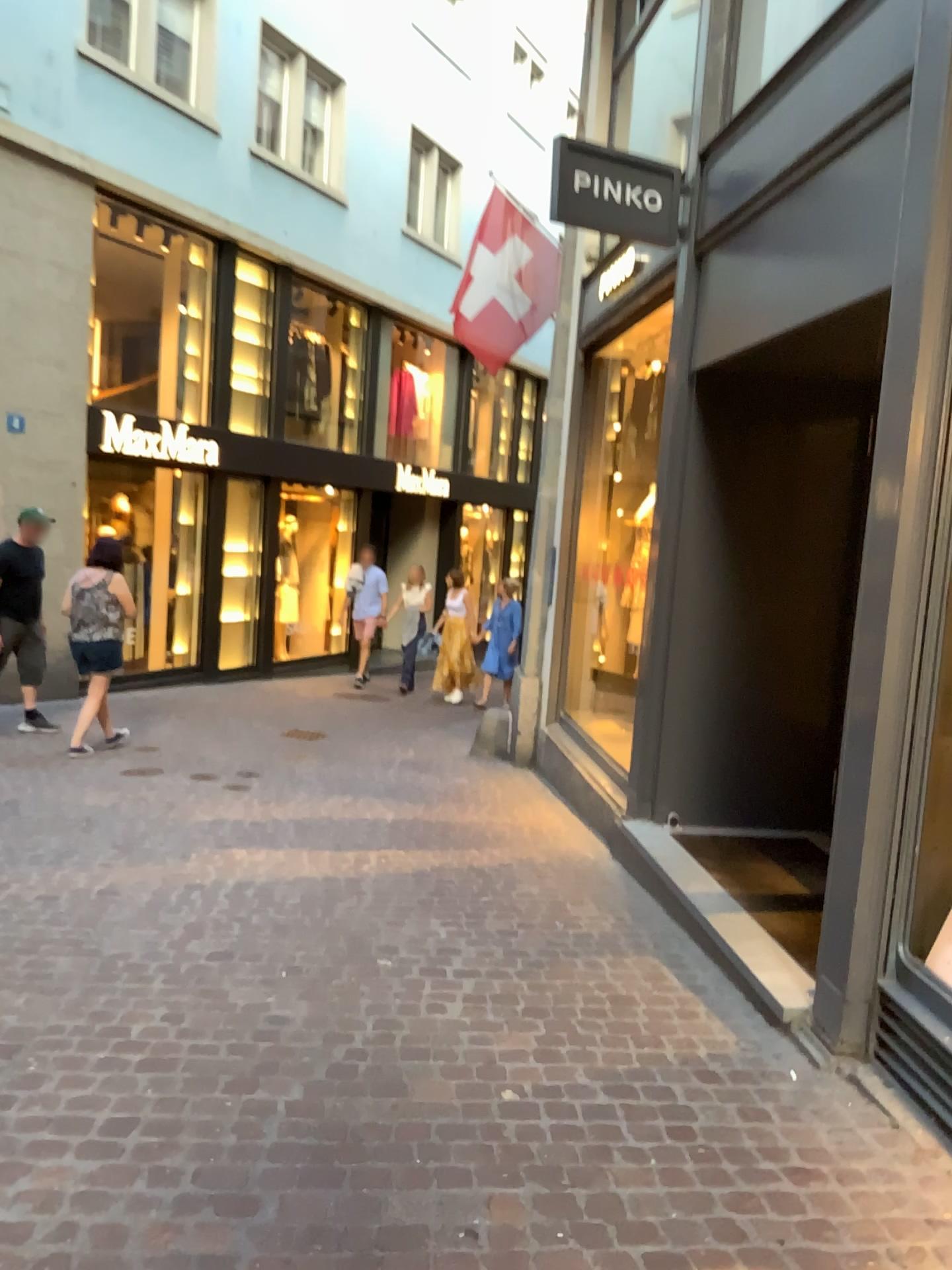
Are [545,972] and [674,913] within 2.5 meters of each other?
yes
